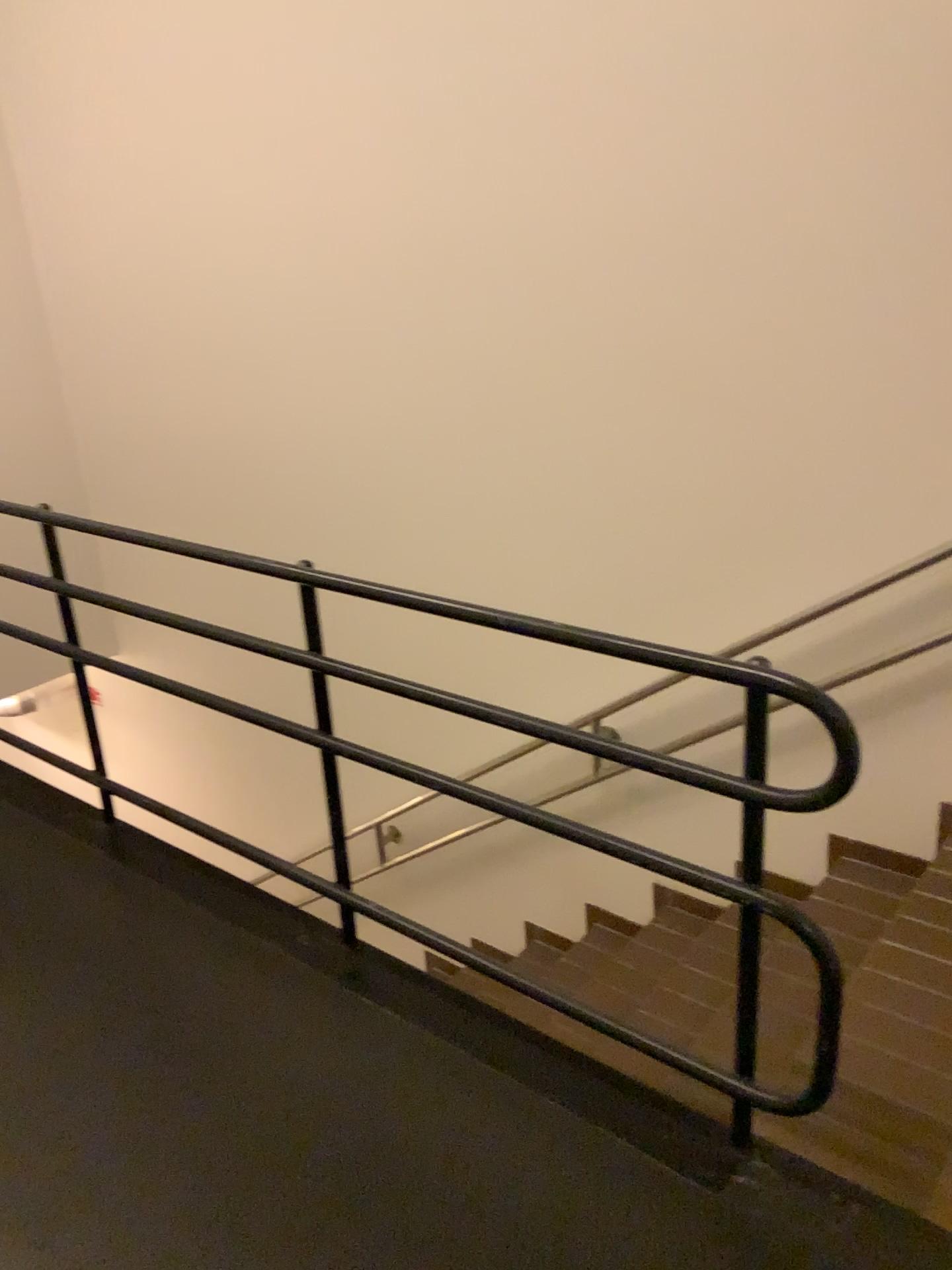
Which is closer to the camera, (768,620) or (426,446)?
(768,620)
